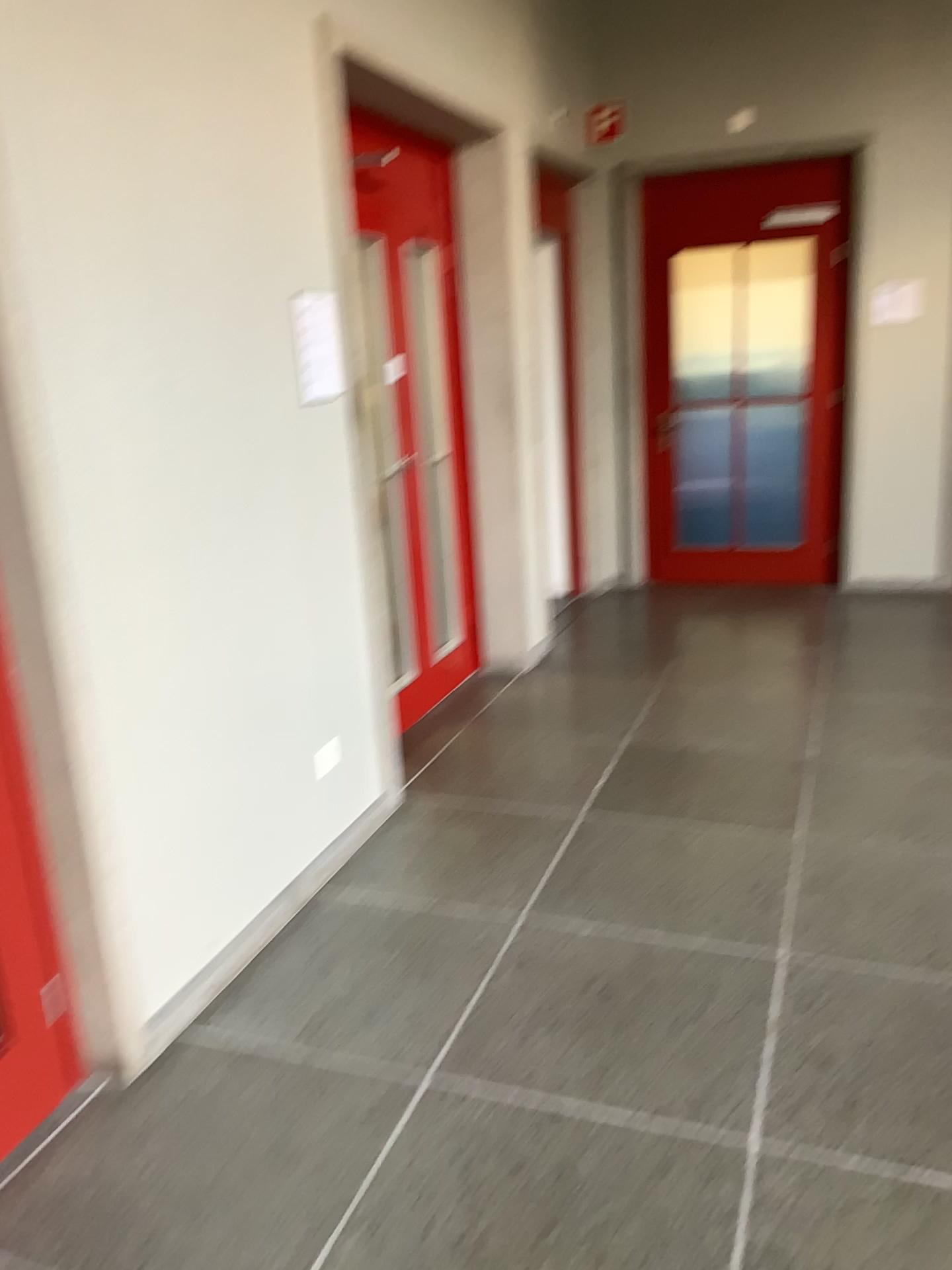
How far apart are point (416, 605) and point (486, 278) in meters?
1.5 m

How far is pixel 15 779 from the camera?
2.1m

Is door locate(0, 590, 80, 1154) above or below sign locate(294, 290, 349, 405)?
below

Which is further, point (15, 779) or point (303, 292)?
point (303, 292)

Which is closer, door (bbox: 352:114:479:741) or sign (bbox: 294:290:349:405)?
sign (bbox: 294:290:349:405)

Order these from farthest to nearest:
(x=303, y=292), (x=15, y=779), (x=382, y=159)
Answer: (x=382, y=159) → (x=303, y=292) → (x=15, y=779)

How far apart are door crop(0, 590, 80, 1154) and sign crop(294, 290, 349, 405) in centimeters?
137cm

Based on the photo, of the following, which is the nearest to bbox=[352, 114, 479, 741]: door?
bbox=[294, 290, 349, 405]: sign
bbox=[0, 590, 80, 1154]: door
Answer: bbox=[294, 290, 349, 405]: sign

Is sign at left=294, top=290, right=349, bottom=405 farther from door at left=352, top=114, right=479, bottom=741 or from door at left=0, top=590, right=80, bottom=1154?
door at left=0, top=590, right=80, bottom=1154

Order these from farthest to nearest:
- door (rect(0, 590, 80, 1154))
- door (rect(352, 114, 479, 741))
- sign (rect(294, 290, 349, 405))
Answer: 1. door (rect(352, 114, 479, 741))
2. sign (rect(294, 290, 349, 405))
3. door (rect(0, 590, 80, 1154))
